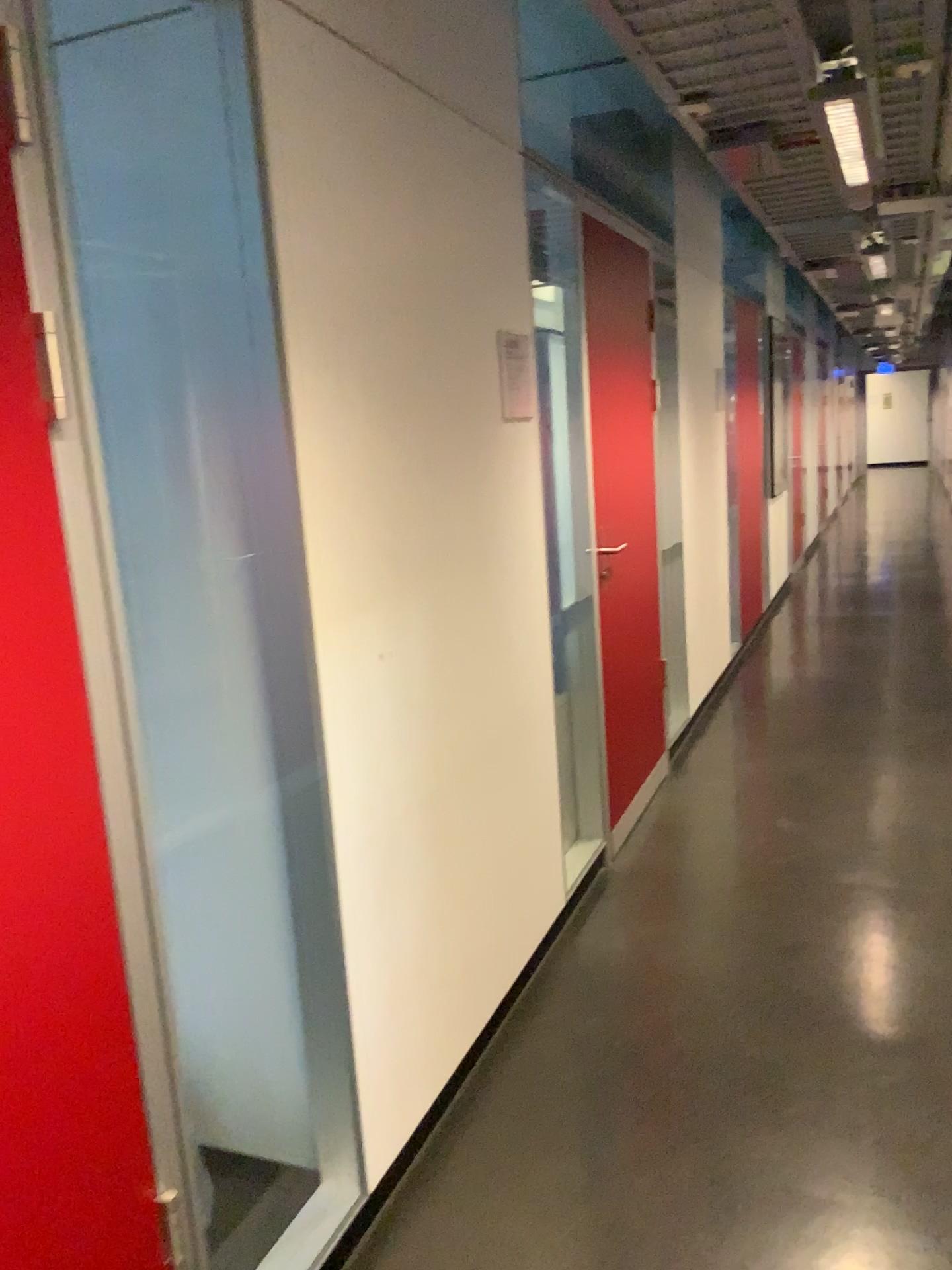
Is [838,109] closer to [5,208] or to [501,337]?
[501,337]

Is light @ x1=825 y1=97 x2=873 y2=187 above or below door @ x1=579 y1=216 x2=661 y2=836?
above

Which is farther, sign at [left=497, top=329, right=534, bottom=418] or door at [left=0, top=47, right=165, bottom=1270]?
sign at [left=497, top=329, right=534, bottom=418]

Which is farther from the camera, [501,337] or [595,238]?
[595,238]

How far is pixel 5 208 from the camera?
1.17m

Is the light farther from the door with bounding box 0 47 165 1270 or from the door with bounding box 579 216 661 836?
the door with bounding box 0 47 165 1270

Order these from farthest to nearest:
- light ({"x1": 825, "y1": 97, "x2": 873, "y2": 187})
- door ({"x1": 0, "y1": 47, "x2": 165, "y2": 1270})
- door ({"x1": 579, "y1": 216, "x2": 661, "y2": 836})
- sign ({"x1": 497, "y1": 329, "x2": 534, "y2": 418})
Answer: door ({"x1": 579, "y1": 216, "x2": 661, "y2": 836}) → light ({"x1": 825, "y1": 97, "x2": 873, "y2": 187}) → sign ({"x1": 497, "y1": 329, "x2": 534, "y2": 418}) → door ({"x1": 0, "y1": 47, "x2": 165, "y2": 1270})

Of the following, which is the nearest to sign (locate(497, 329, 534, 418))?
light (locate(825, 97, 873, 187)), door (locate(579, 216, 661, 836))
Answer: door (locate(579, 216, 661, 836))

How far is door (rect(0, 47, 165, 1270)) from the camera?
1.17m

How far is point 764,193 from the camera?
4.32m
